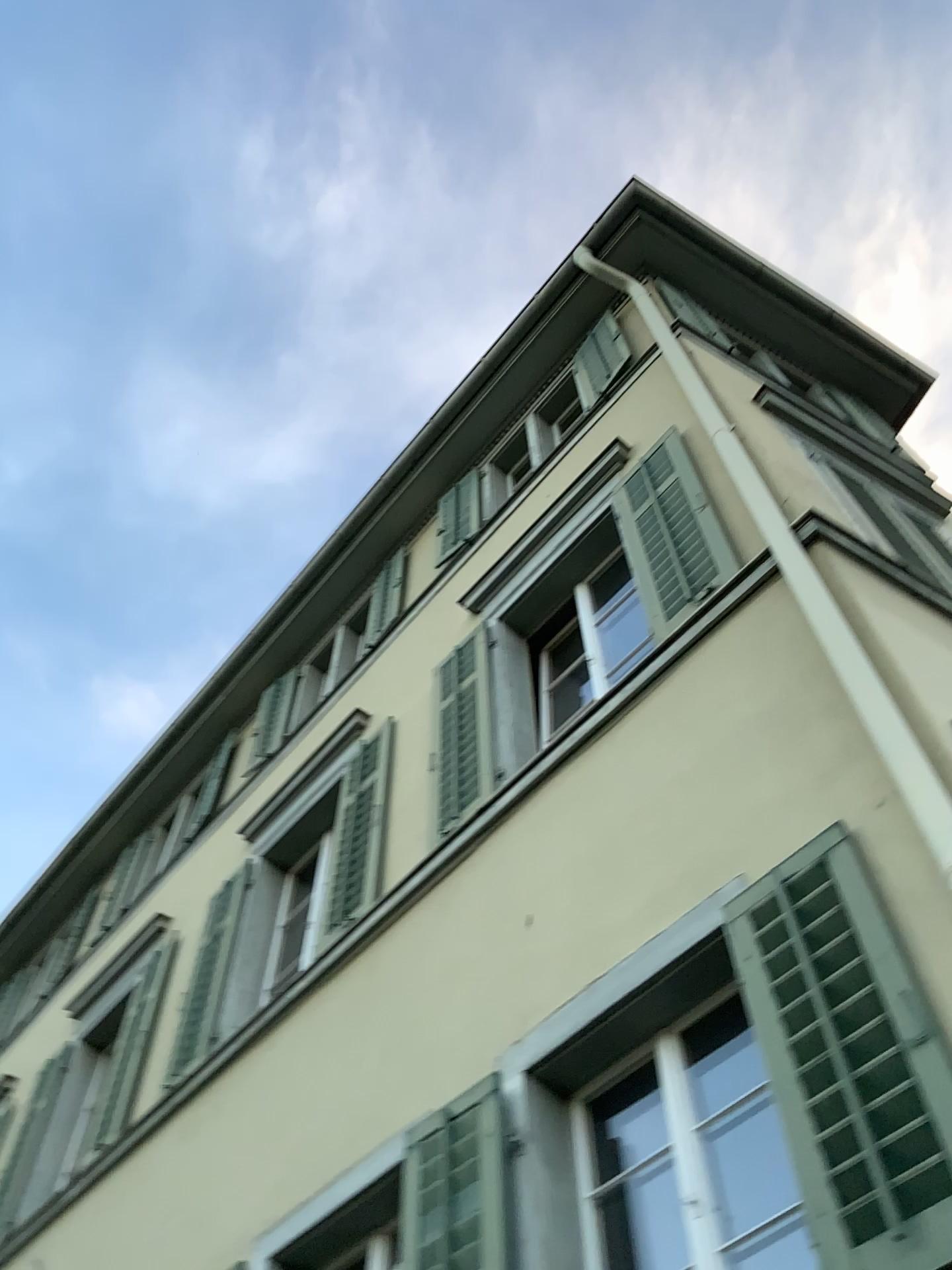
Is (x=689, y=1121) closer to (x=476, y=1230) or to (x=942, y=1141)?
(x=476, y=1230)

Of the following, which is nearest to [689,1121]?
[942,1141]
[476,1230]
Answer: [476,1230]

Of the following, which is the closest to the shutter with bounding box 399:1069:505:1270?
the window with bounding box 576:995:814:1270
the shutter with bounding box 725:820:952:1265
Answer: the window with bounding box 576:995:814:1270

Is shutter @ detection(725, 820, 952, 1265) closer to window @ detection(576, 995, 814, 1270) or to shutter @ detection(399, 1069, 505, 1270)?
window @ detection(576, 995, 814, 1270)

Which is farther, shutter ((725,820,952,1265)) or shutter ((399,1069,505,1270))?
shutter ((399,1069,505,1270))

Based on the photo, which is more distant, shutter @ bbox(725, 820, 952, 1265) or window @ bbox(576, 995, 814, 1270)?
window @ bbox(576, 995, 814, 1270)

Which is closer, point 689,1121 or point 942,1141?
point 942,1141

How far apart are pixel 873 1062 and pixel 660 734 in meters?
1.8
